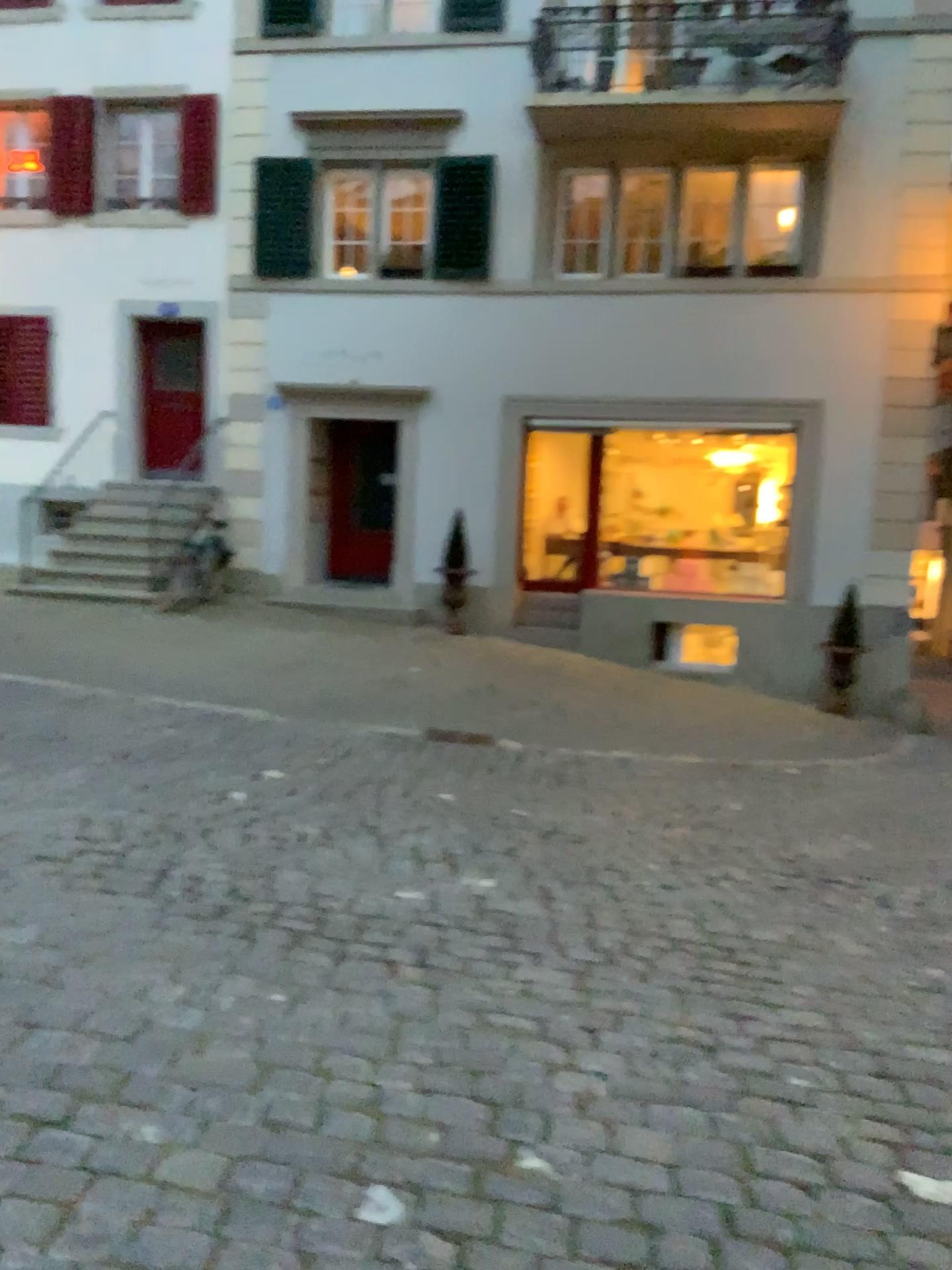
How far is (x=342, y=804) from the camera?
5.06m
